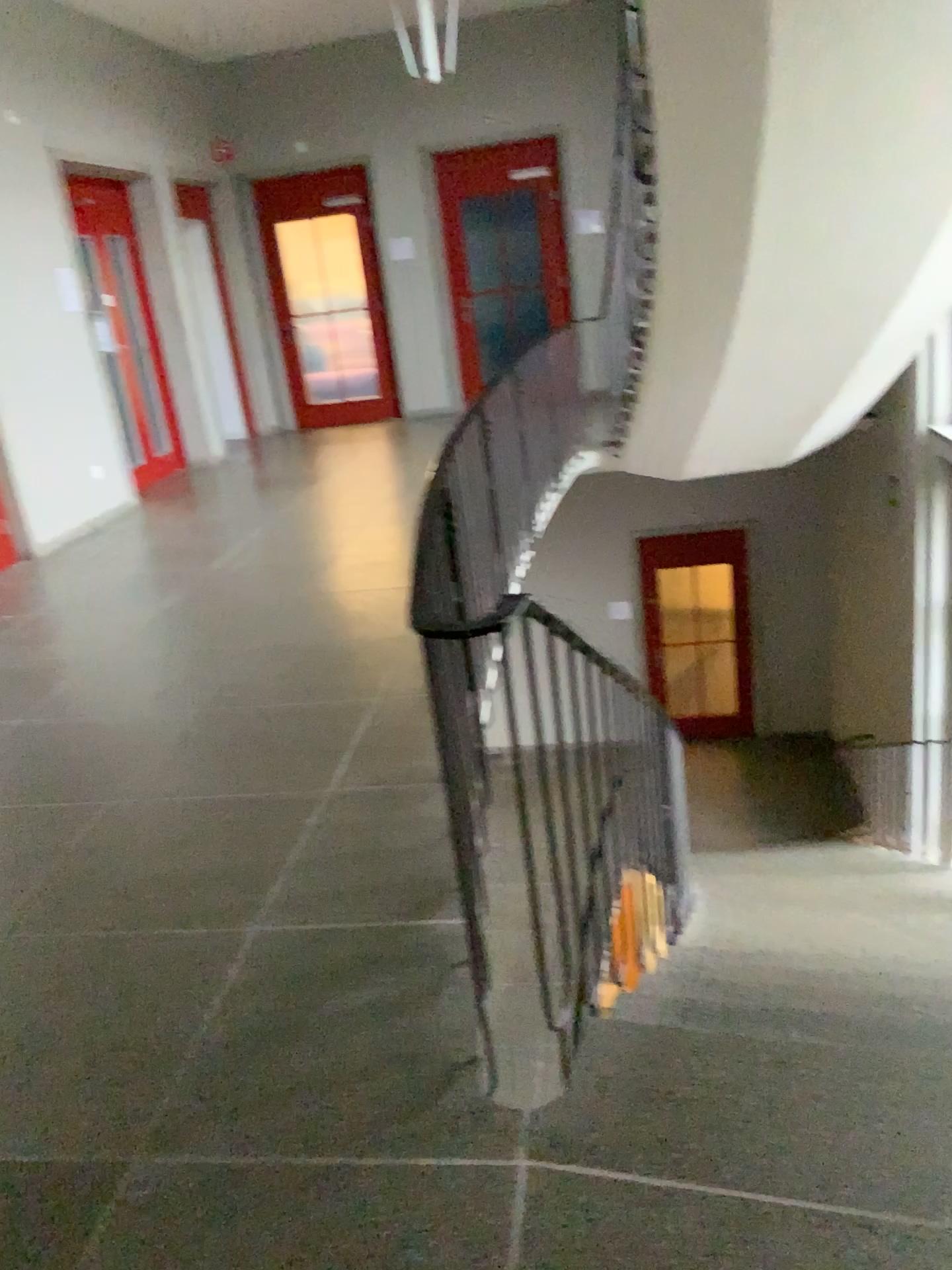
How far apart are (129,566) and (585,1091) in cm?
457
